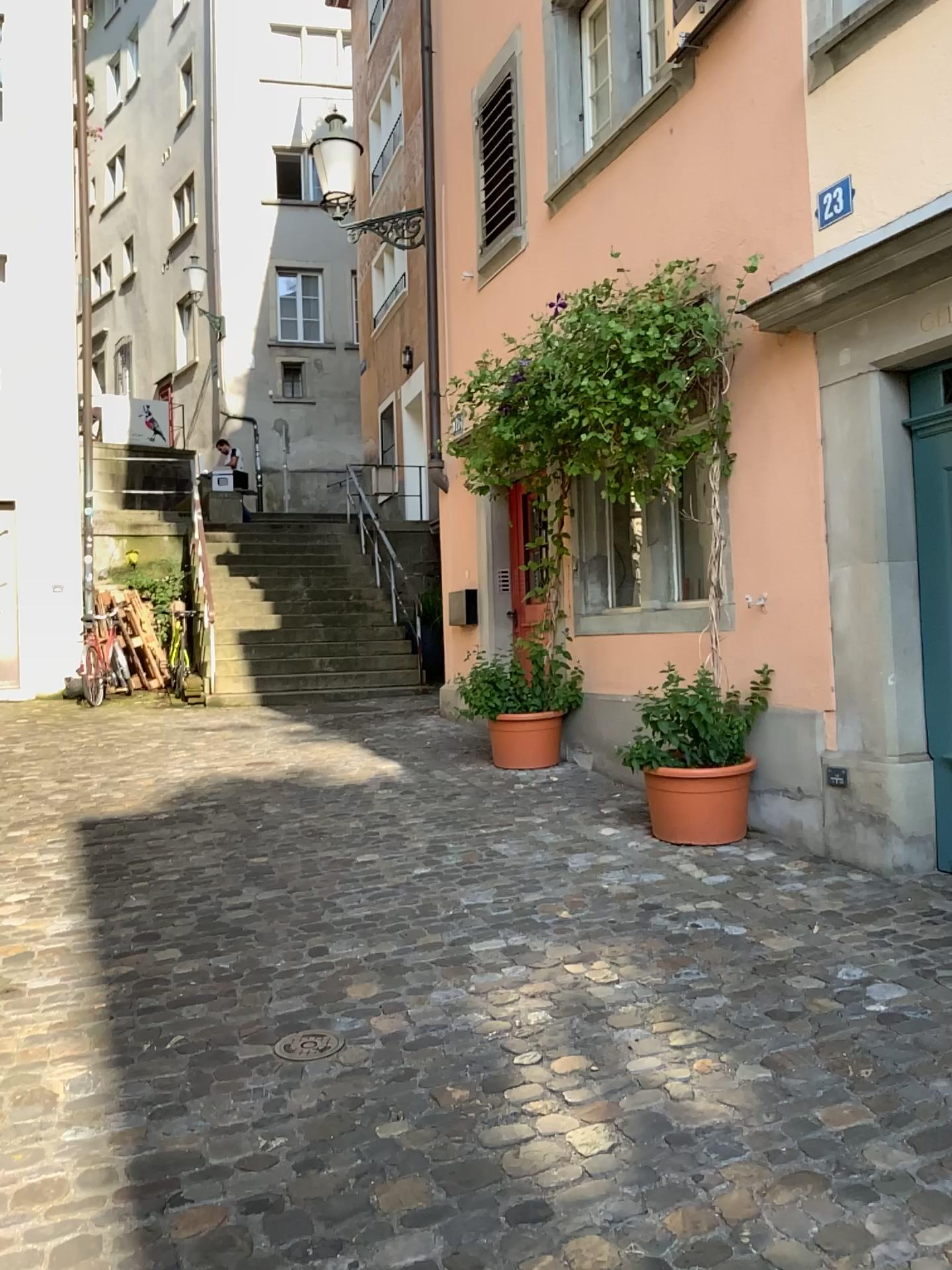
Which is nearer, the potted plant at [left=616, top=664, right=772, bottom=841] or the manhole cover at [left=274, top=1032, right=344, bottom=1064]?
the manhole cover at [left=274, top=1032, right=344, bottom=1064]

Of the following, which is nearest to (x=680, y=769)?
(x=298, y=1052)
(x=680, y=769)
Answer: (x=680, y=769)

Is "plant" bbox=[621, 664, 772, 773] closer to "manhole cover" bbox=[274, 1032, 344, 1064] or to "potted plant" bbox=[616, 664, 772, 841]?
"potted plant" bbox=[616, 664, 772, 841]

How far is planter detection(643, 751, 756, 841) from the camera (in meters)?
4.72

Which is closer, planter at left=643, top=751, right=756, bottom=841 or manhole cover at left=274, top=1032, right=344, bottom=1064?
manhole cover at left=274, top=1032, right=344, bottom=1064

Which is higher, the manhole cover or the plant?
the plant

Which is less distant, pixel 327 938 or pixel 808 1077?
pixel 808 1077

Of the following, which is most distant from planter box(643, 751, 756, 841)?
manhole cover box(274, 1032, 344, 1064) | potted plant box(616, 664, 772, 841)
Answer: manhole cover box(274, 1032, 344, 1064)

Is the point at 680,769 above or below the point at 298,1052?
above

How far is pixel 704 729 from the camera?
4.8 meters
